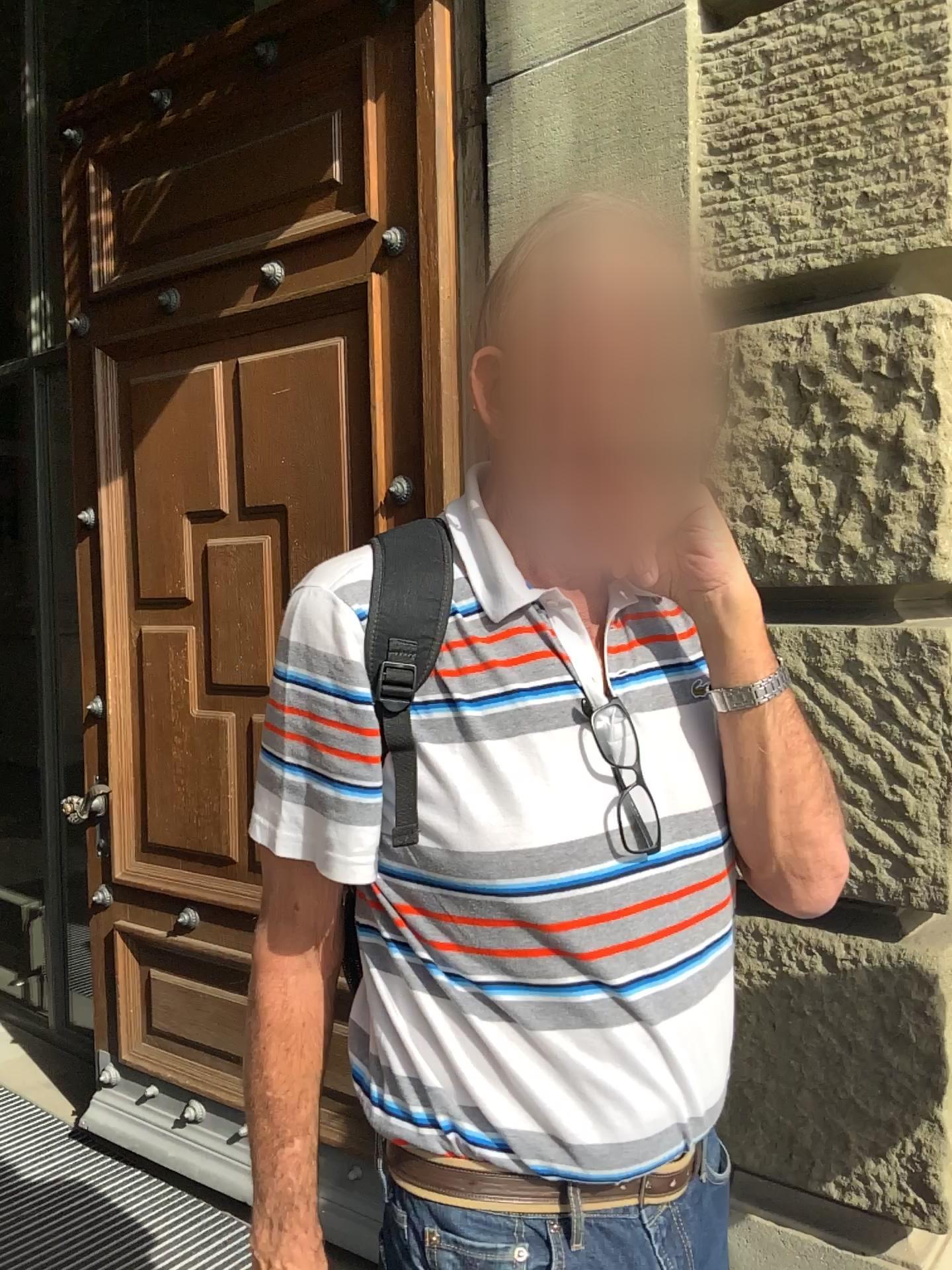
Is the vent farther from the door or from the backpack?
the backpack

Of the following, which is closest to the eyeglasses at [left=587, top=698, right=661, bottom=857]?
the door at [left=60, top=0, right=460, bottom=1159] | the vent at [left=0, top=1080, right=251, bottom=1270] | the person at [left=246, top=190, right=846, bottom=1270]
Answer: the person at [left=246, top=190, right=846, bottom=1270]

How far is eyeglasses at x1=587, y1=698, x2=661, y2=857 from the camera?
0.9m

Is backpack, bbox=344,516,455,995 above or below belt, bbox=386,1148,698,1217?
above

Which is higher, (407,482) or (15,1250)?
(407,482)

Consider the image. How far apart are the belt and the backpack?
0.26m

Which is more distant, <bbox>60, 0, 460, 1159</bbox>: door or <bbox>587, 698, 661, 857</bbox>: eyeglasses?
<bbox>60, 0, 460, 1159</bbox>: door

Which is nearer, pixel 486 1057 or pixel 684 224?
pixel 486 1057

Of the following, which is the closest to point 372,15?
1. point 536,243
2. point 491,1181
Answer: point 536,243

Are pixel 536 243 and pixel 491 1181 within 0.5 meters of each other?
no
